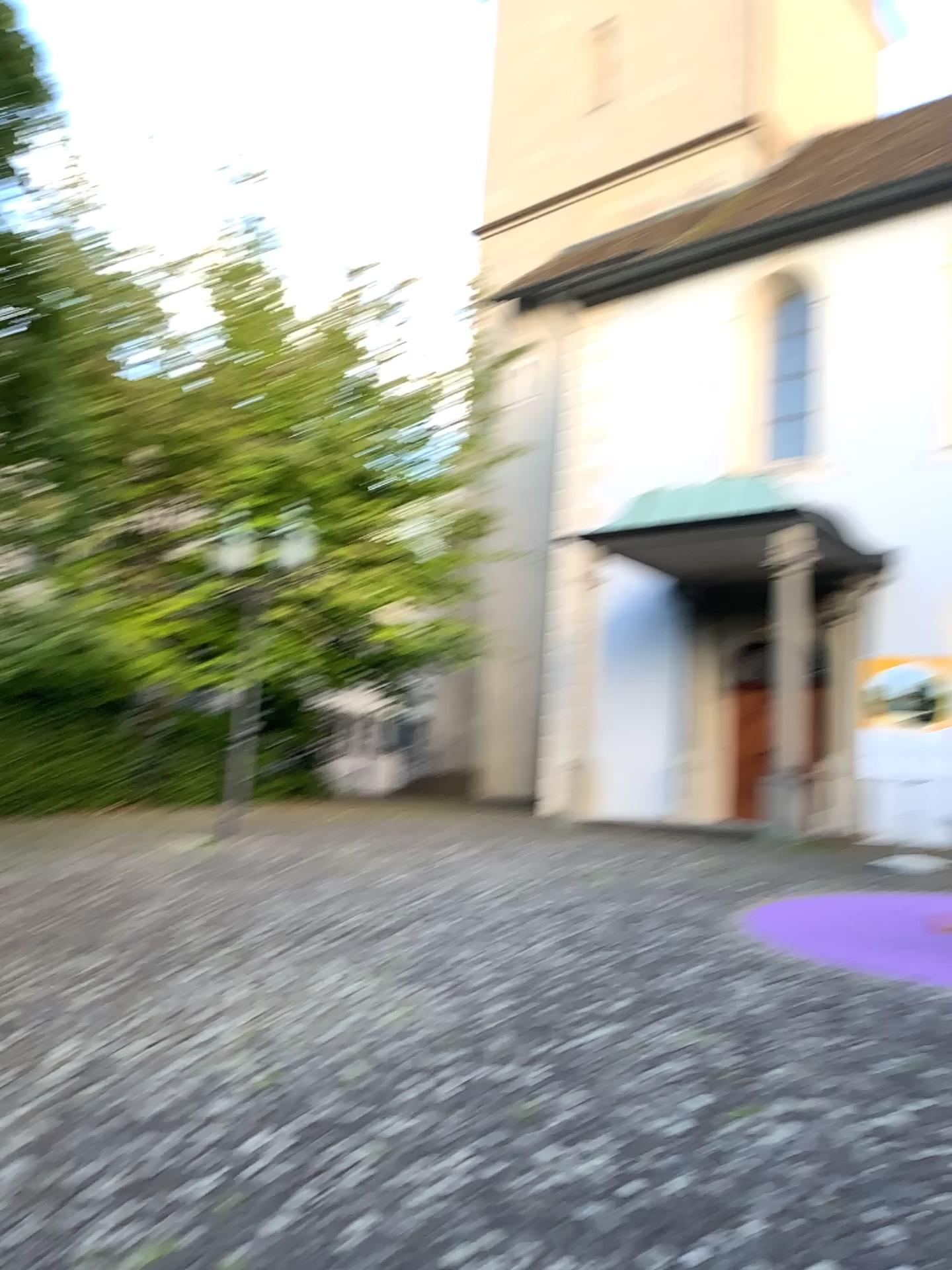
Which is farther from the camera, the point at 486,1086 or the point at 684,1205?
the point at 486,1086
